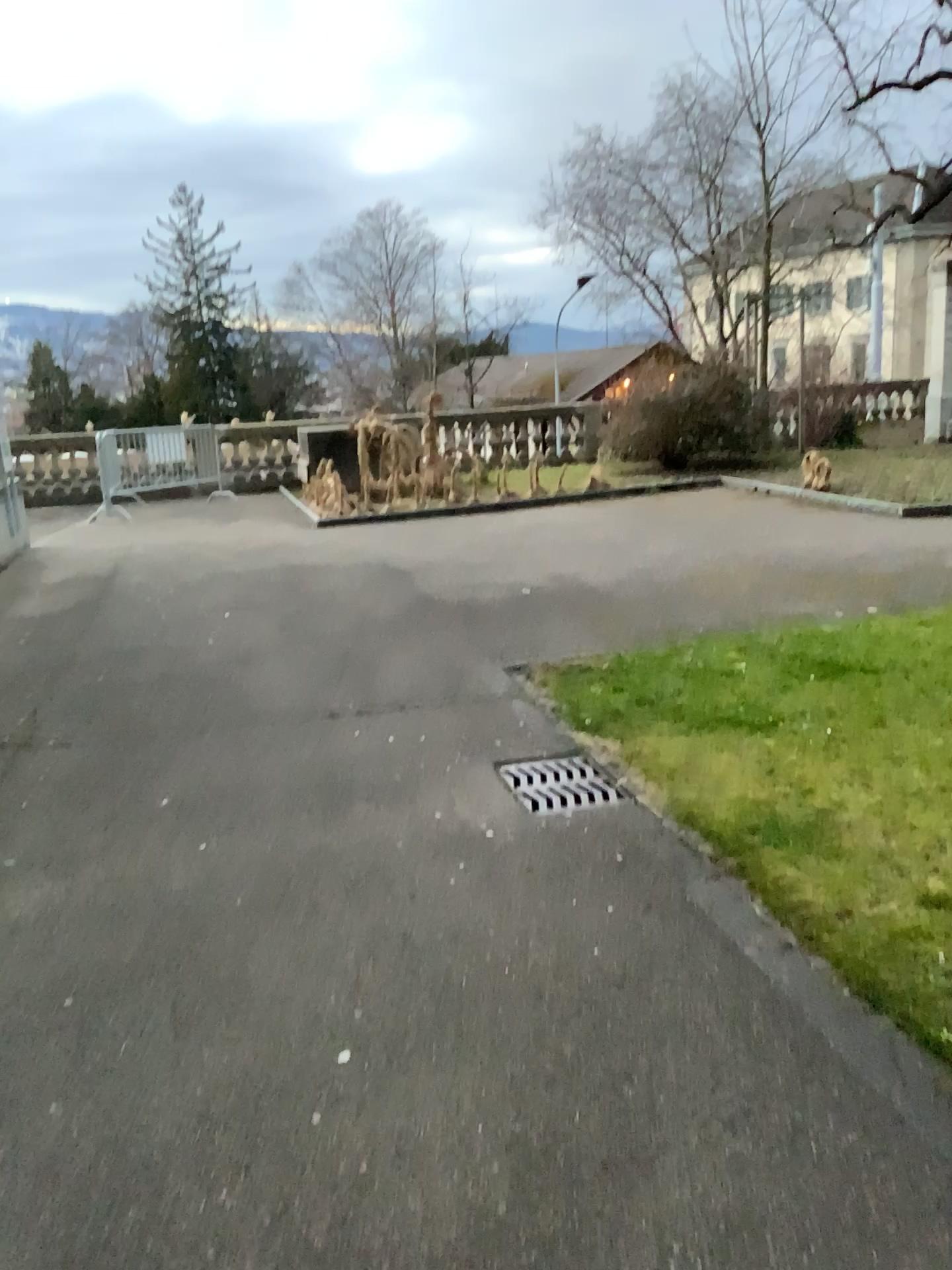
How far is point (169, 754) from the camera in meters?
4.5
